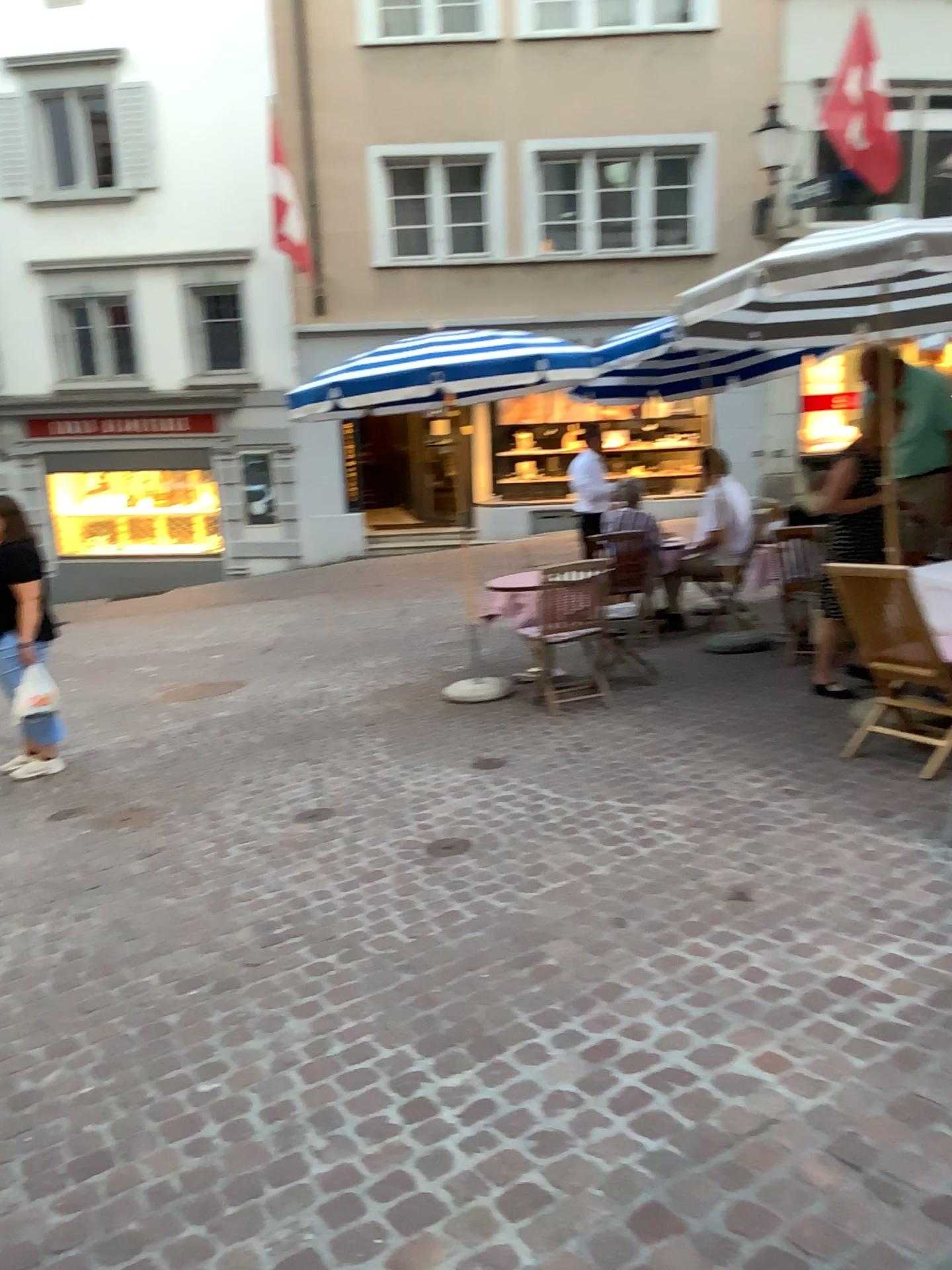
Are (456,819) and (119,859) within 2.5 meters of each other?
yes
